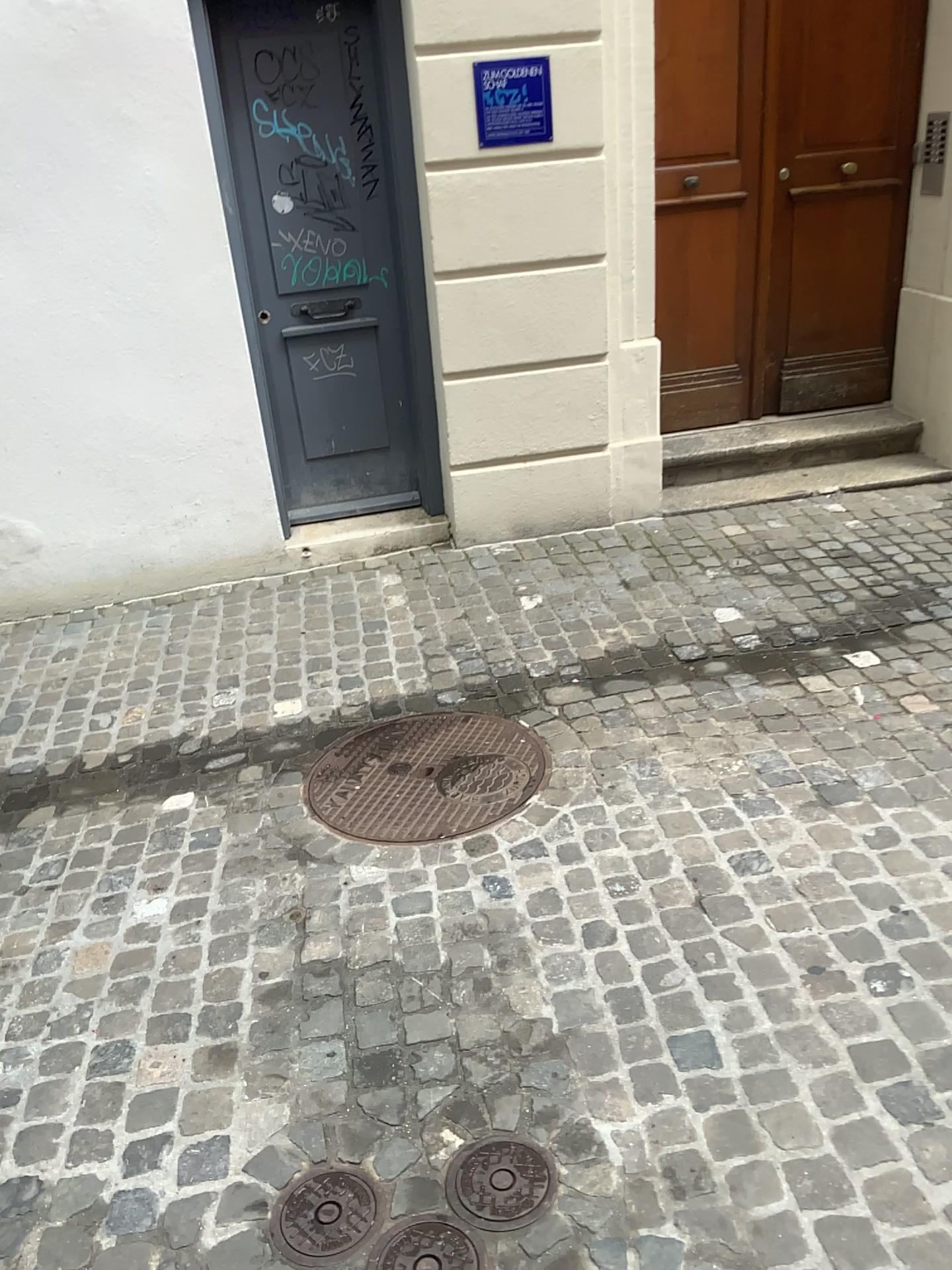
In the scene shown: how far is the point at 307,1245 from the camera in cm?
169

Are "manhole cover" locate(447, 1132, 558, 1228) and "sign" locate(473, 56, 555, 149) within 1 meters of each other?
no

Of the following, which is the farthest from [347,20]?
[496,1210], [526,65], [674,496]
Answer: [496,1210]

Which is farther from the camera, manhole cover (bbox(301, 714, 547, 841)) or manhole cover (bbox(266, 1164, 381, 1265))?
manhole cover (bbox(301, 714, 547, 841))

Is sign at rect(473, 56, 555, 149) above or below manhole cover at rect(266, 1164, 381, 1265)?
above

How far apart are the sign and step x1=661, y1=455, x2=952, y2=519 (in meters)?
1.62

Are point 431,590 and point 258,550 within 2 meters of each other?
yes

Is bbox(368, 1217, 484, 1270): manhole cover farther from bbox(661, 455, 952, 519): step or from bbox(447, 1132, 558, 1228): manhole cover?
bbox(661, 455, 952, 519): step

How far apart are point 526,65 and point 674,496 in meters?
1.9 m

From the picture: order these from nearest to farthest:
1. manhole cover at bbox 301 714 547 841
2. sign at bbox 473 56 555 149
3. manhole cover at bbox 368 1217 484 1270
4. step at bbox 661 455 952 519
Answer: manhole cover at bbox 368 1217 484 1270 → manhole cover at bbox 301 714 547 841 → sign at bbox 473 56 555 149 → step at bbox 661 455 952 519
